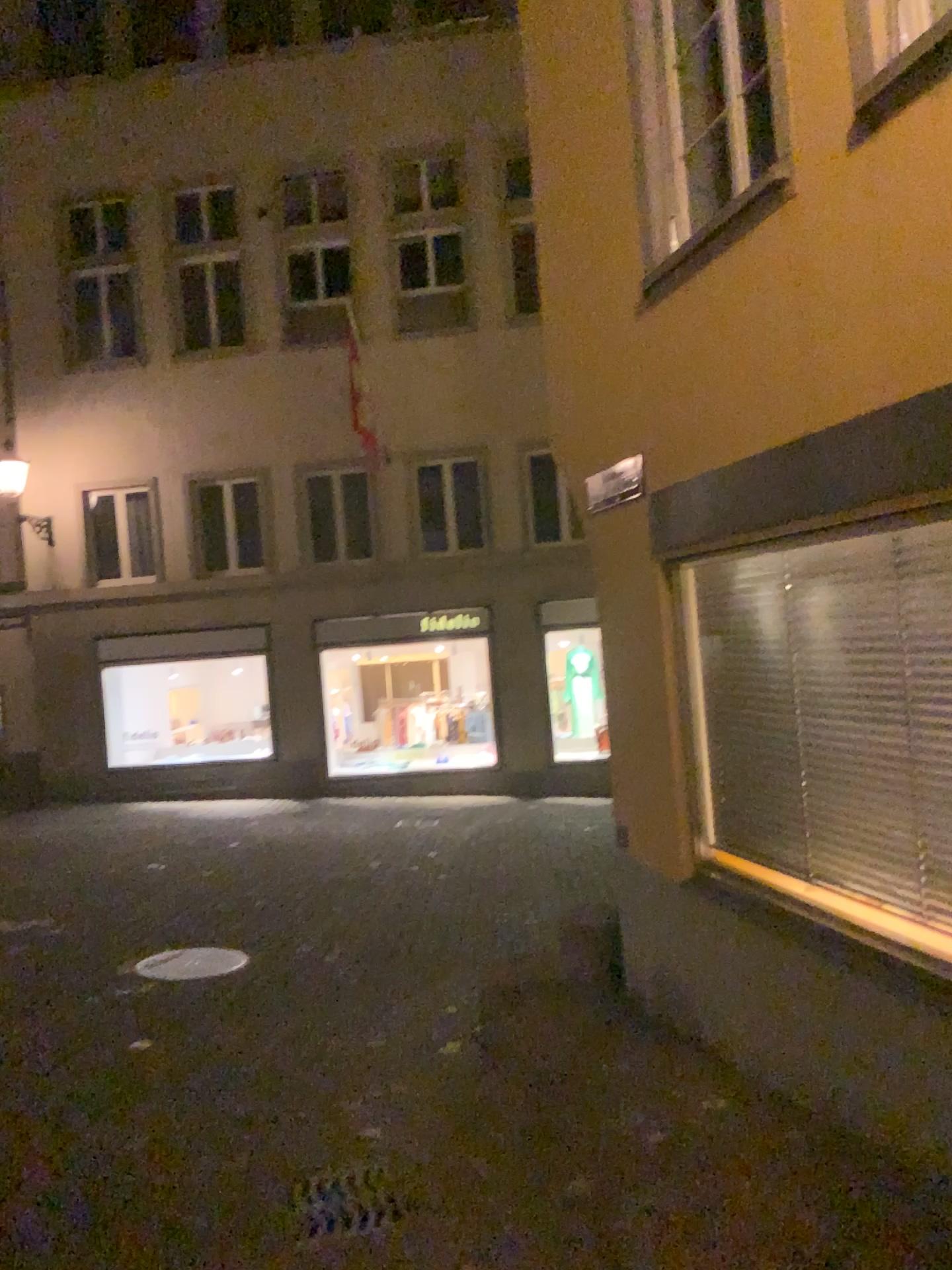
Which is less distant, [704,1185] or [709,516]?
[704,1185]
